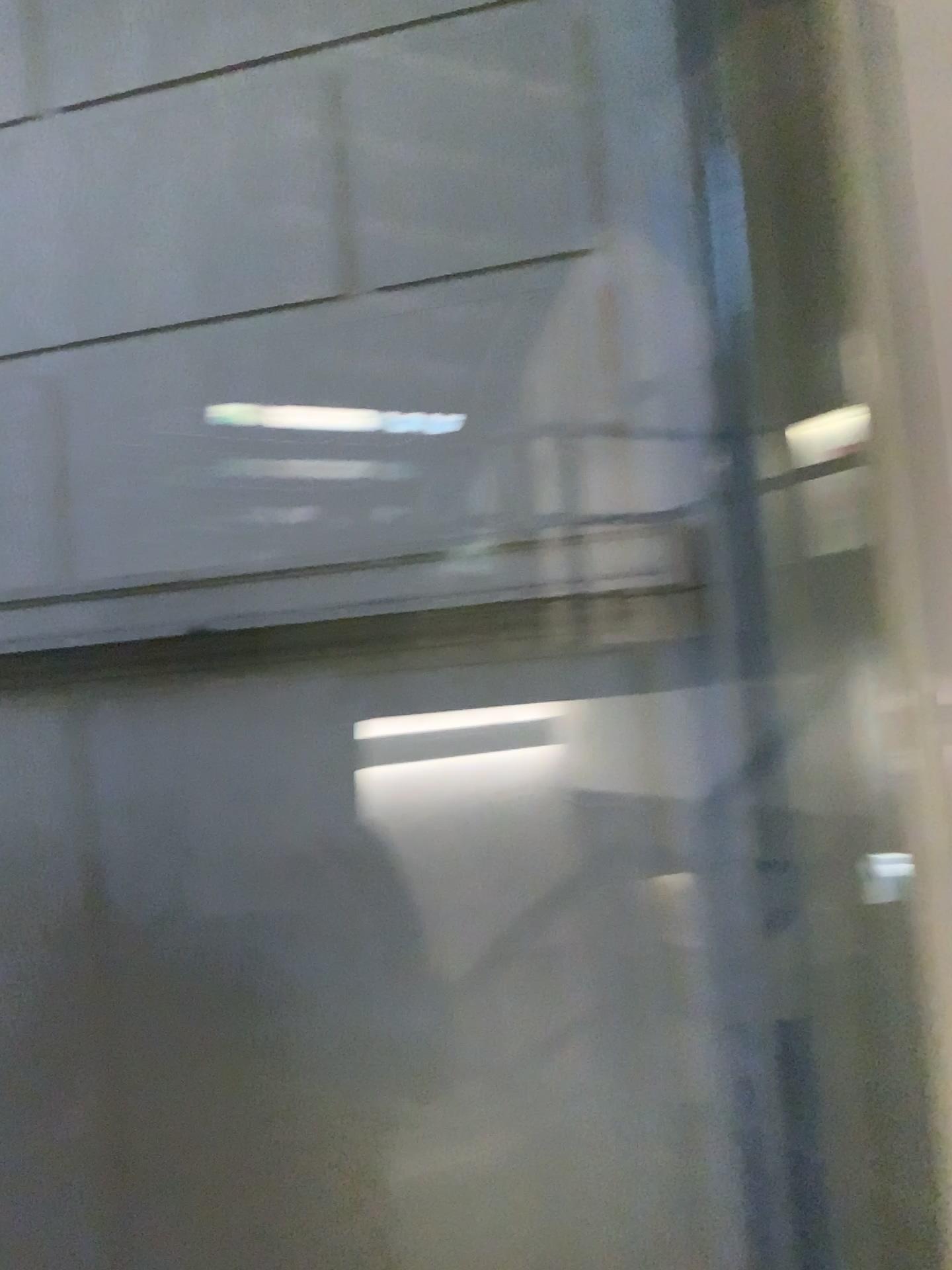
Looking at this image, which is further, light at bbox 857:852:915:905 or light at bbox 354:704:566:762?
light at bbox 354:704:566:762

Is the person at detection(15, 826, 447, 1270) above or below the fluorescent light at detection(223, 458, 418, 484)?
below

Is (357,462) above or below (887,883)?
above

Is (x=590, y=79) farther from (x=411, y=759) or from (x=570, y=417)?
(x=411, y=759)

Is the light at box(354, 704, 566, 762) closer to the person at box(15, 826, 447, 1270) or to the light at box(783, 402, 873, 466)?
the person at box(15, 826, 447, 1270)

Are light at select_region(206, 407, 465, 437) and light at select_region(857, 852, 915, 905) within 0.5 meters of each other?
no

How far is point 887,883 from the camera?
1.27m

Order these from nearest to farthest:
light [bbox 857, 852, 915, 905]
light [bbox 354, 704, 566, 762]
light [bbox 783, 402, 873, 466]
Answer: light [bbox 783, 402, 873, 466]
light [bbox 857, 852, 915, 905]
light [bbox 354, 704, 566, 762]

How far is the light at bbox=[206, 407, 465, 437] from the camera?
1.6 meters

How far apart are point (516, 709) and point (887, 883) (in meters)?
0.54
